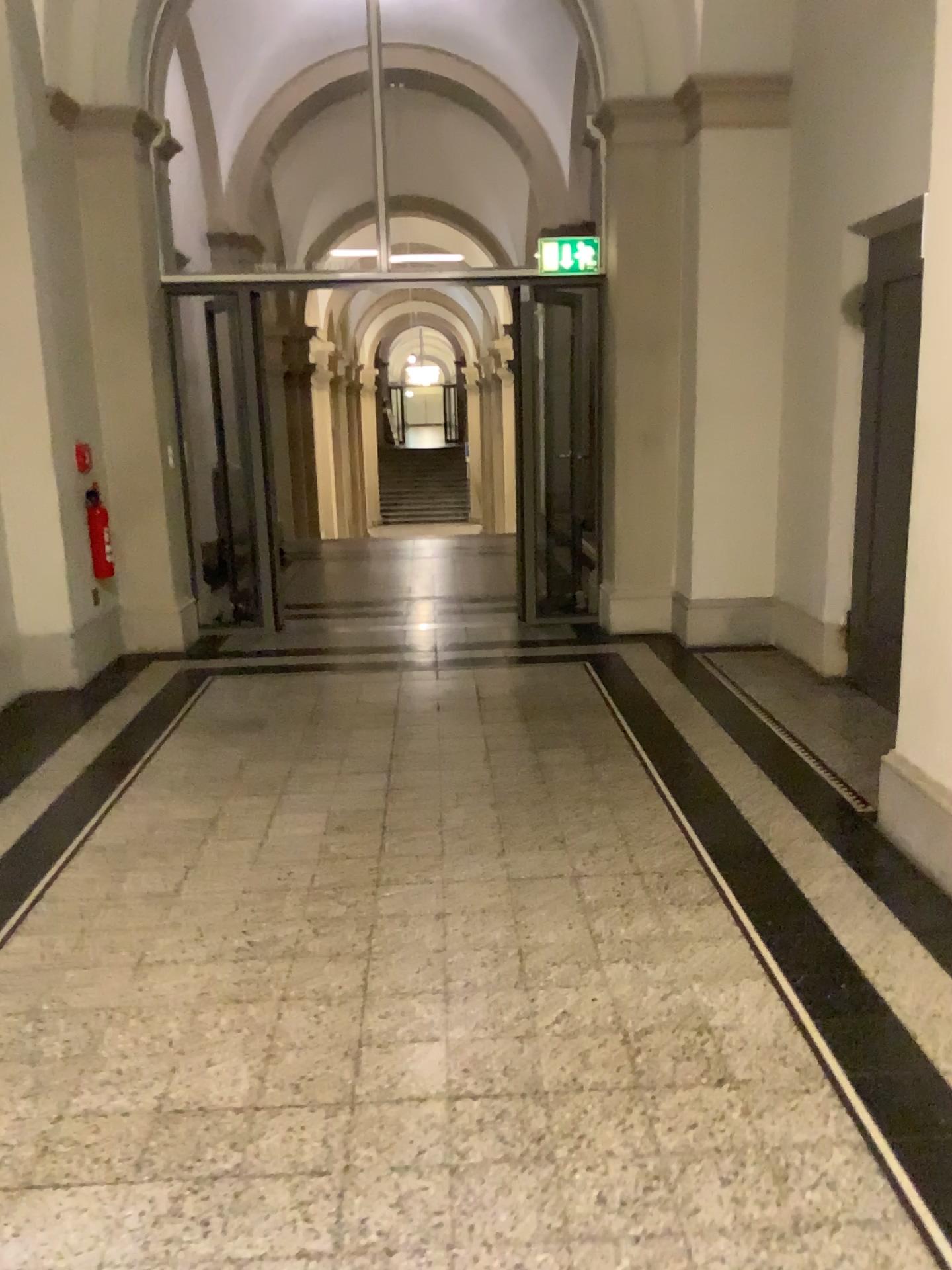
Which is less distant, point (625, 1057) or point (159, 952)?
point (625, 1057)
